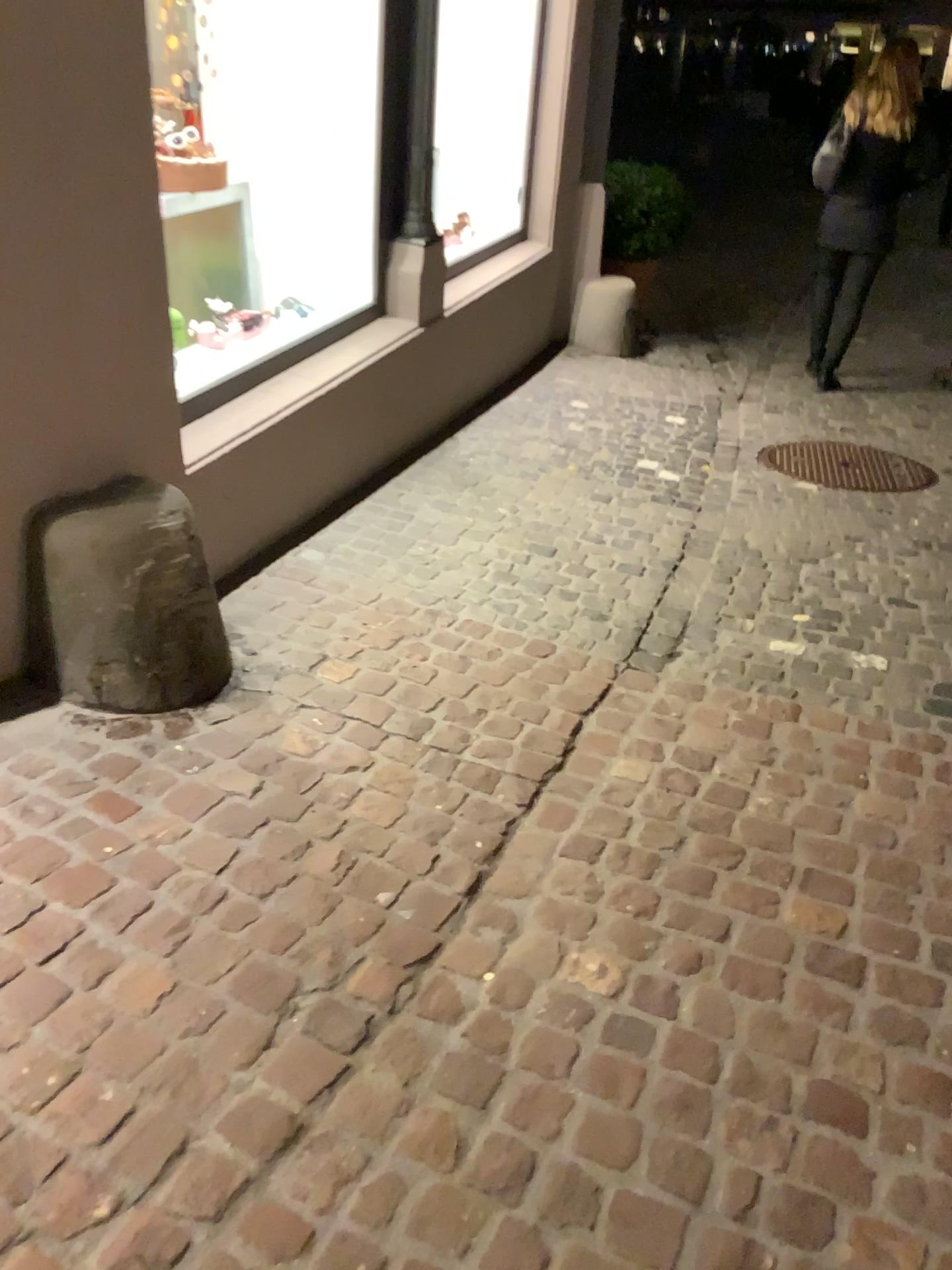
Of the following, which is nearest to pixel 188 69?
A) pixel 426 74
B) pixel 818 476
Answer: pixel 426 74

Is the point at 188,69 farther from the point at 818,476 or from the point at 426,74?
the point at 818,476

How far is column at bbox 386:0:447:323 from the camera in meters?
3.9

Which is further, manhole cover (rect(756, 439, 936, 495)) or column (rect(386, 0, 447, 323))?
manhole cover (rect(756, 439, 936, 495))

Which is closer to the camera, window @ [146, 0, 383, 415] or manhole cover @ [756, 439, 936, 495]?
window @ [146, 0, 383, 415]

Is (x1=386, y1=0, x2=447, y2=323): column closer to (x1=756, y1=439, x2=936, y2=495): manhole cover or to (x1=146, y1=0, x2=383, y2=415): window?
(x1=146, y1=0, x2=383, y2=415): window

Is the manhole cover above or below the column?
below

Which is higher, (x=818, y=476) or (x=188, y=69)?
(x=188, y=69)

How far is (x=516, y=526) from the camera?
3.6m

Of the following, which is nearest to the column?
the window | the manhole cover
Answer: the window
